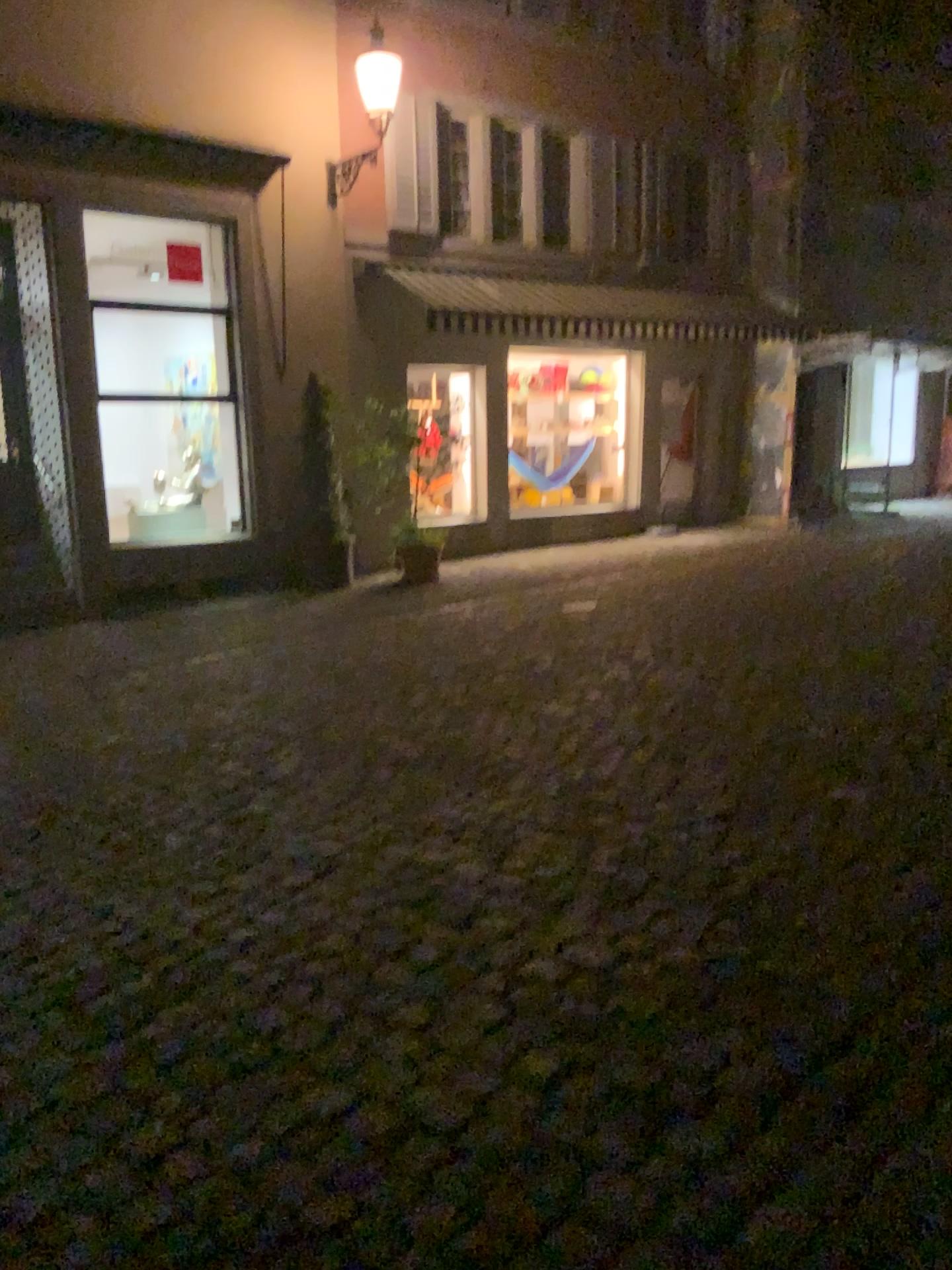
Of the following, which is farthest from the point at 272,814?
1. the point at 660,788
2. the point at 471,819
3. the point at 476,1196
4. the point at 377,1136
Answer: the point at 476,1196
